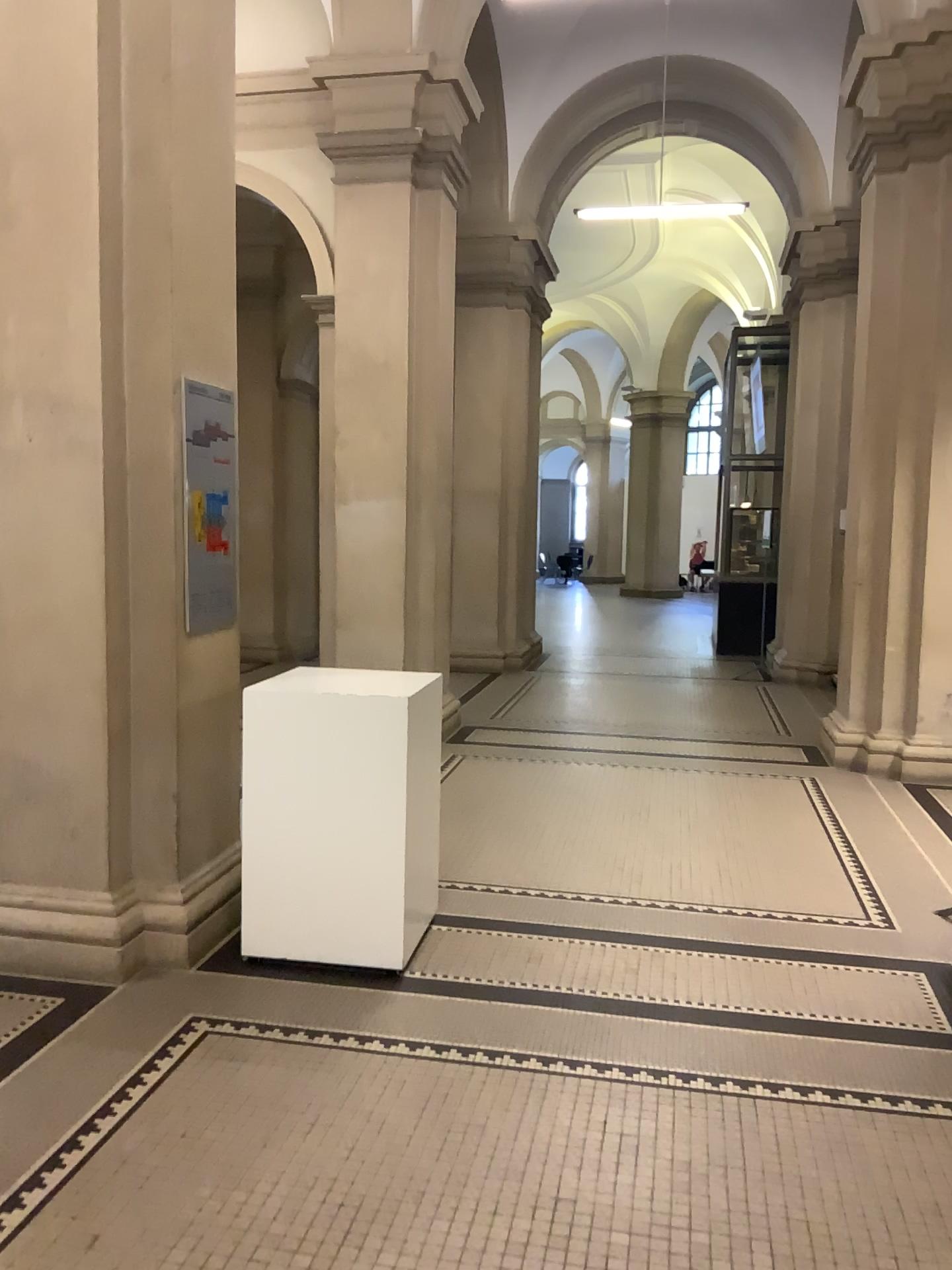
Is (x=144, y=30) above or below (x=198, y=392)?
above

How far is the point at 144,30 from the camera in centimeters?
354cm

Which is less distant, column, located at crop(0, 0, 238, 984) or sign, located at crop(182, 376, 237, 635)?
column, located at crop(0, 0, 238, 984)

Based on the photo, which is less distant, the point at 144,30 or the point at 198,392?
the point at 144,30

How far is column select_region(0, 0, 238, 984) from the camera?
3.5 meters

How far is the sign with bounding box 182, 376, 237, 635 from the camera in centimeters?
385cm

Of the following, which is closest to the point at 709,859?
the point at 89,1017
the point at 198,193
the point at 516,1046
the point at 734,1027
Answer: the point at 734,1027
